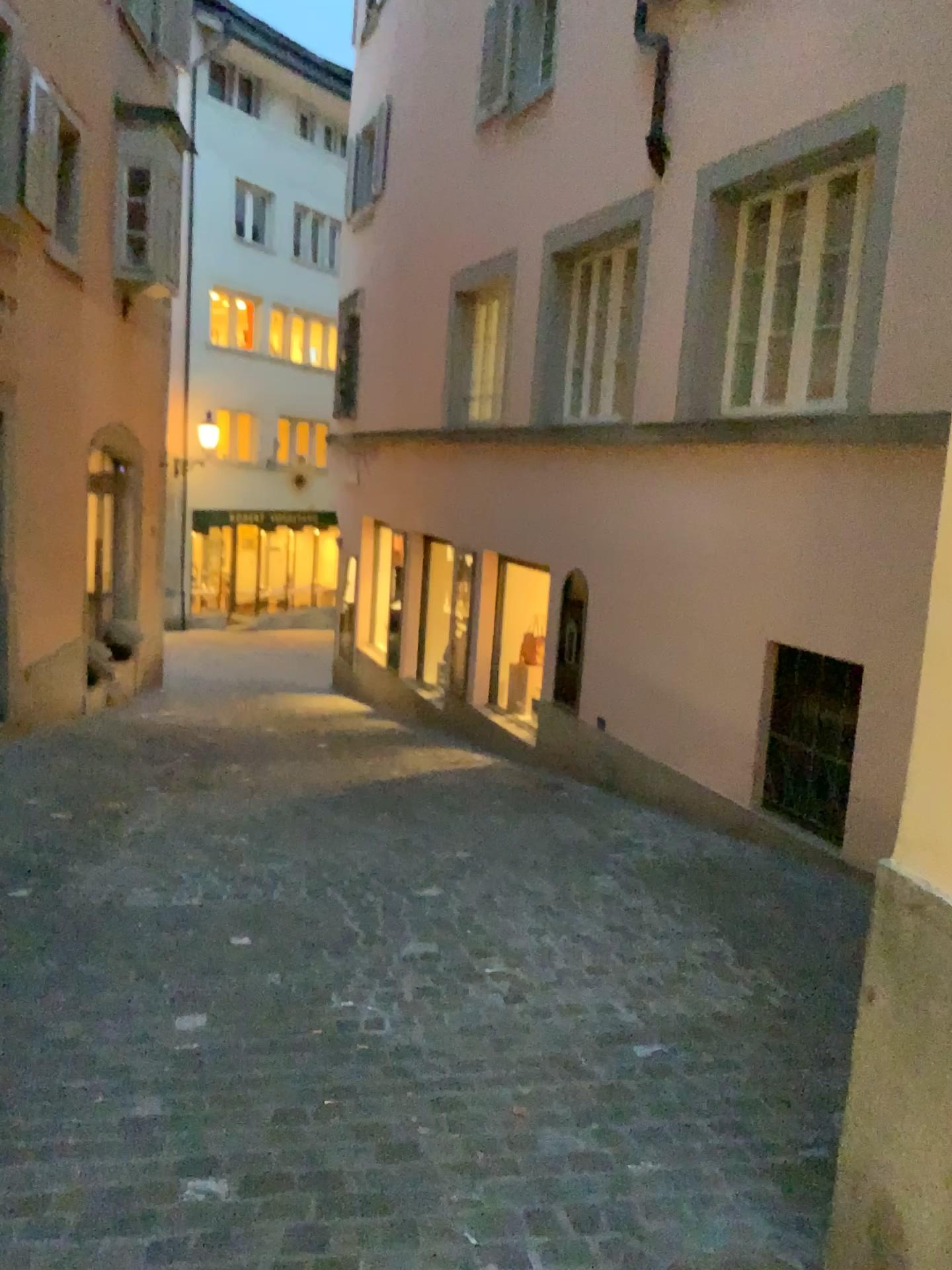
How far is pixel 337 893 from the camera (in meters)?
4.56
